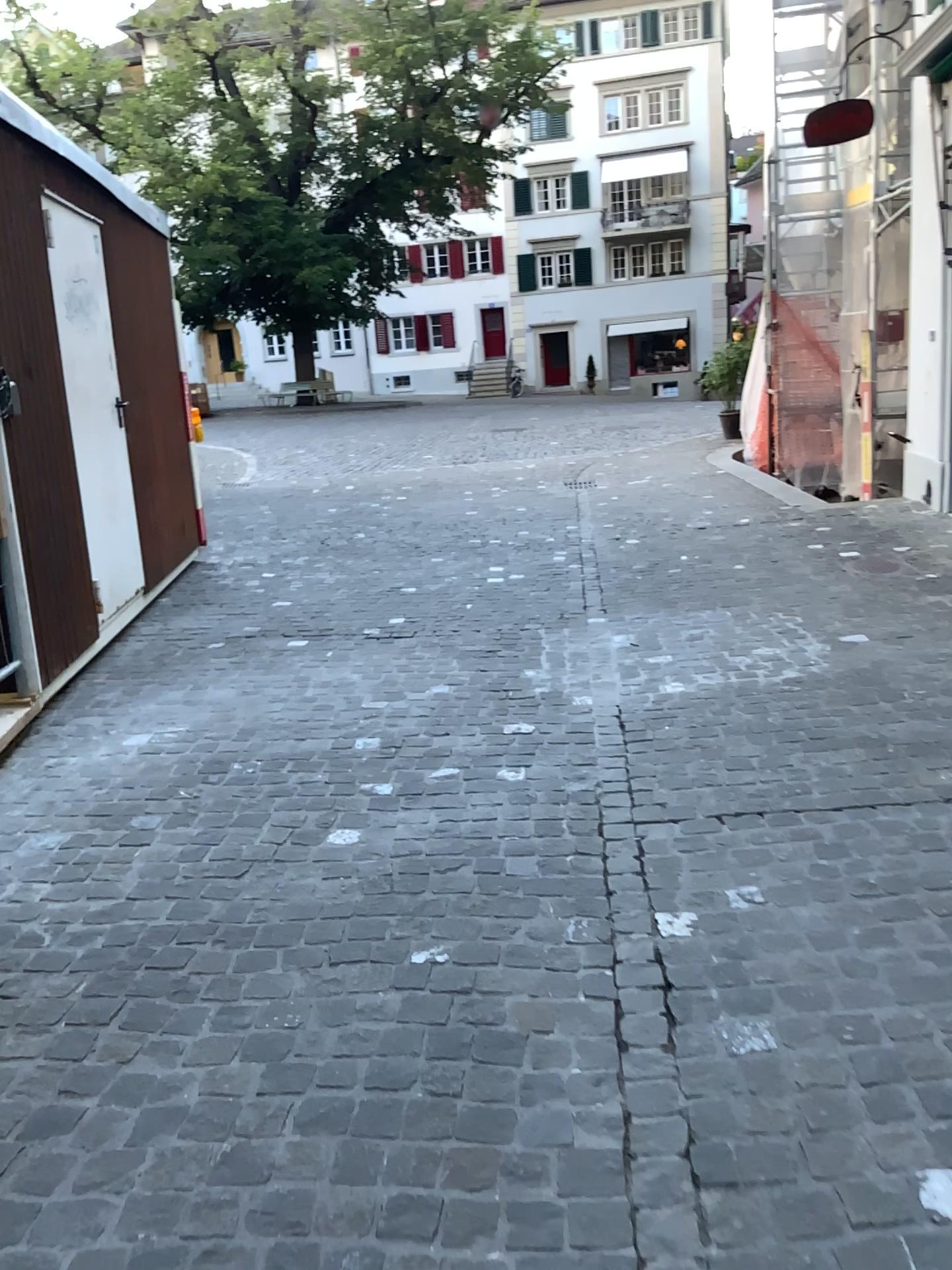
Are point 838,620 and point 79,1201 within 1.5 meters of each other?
no
